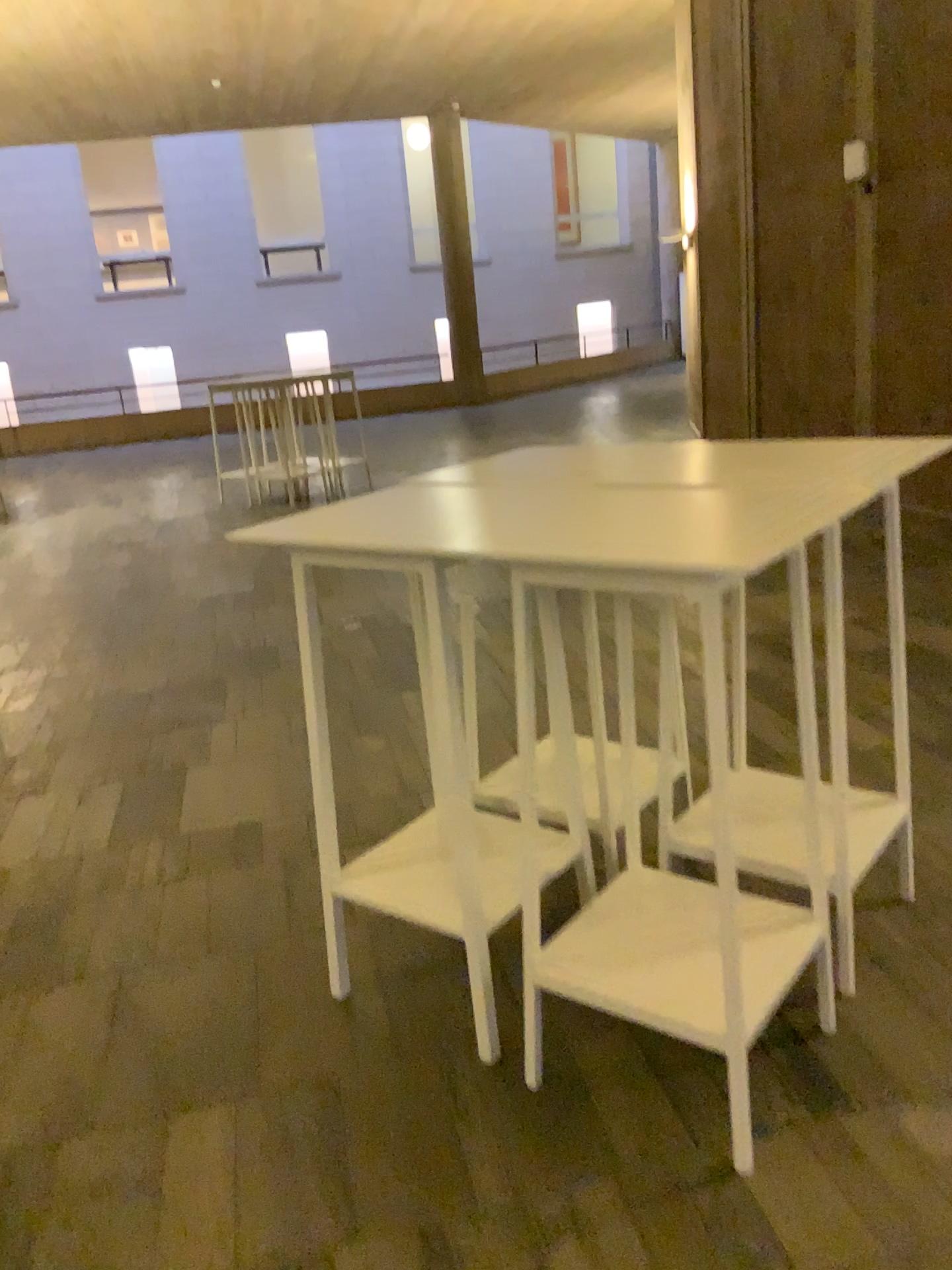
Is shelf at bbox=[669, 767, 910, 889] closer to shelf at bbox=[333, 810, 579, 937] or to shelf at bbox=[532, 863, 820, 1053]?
shelf at bbox=[532, 863, 820, 1053]

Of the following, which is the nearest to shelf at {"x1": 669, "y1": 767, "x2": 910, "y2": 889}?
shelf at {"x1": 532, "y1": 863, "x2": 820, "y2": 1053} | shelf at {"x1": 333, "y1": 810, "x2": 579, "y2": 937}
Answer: shelf at {"x1": 532, "y1": 863, "x2": 820, "y2": 1053}

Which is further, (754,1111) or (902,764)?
(902,764)

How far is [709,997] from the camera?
2.0m

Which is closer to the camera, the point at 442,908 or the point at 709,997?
the point at 709,997

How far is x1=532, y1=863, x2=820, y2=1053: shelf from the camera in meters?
2.0

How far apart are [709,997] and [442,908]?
0.7m

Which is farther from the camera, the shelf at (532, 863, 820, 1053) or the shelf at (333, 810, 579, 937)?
the shelf at (333, 810, 579, 937)
